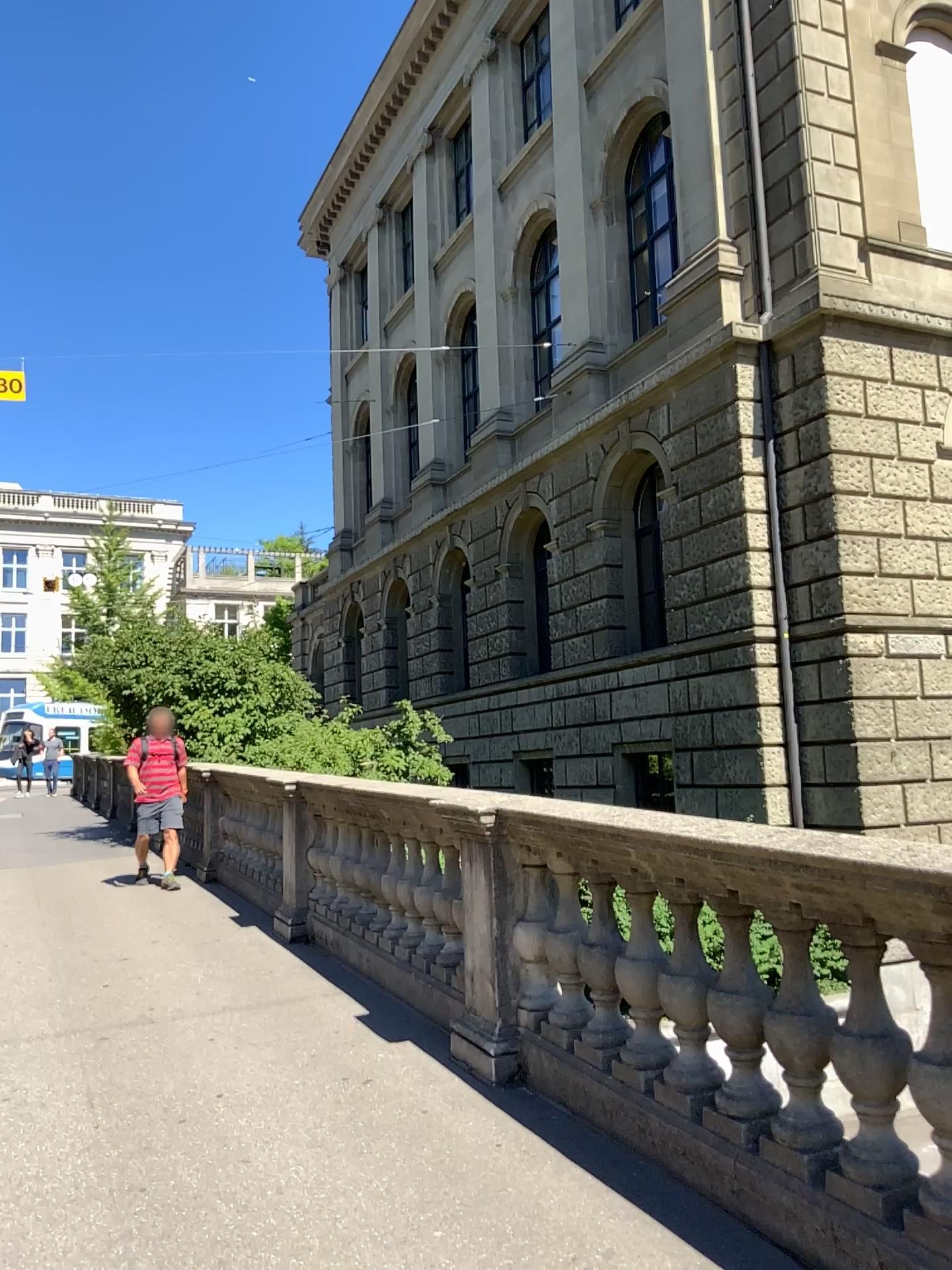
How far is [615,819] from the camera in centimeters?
346cm
